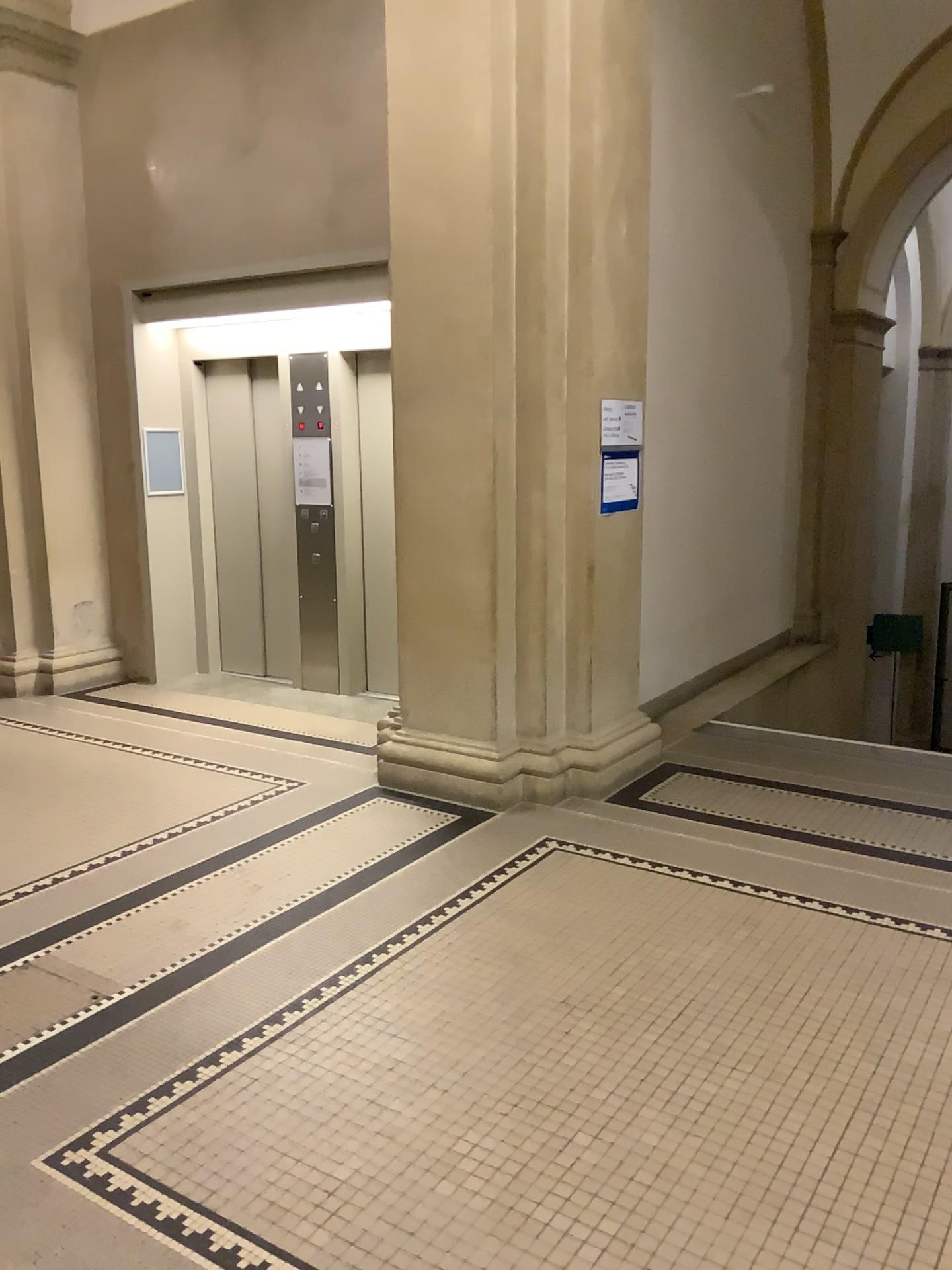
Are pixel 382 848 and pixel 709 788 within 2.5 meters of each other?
yes
